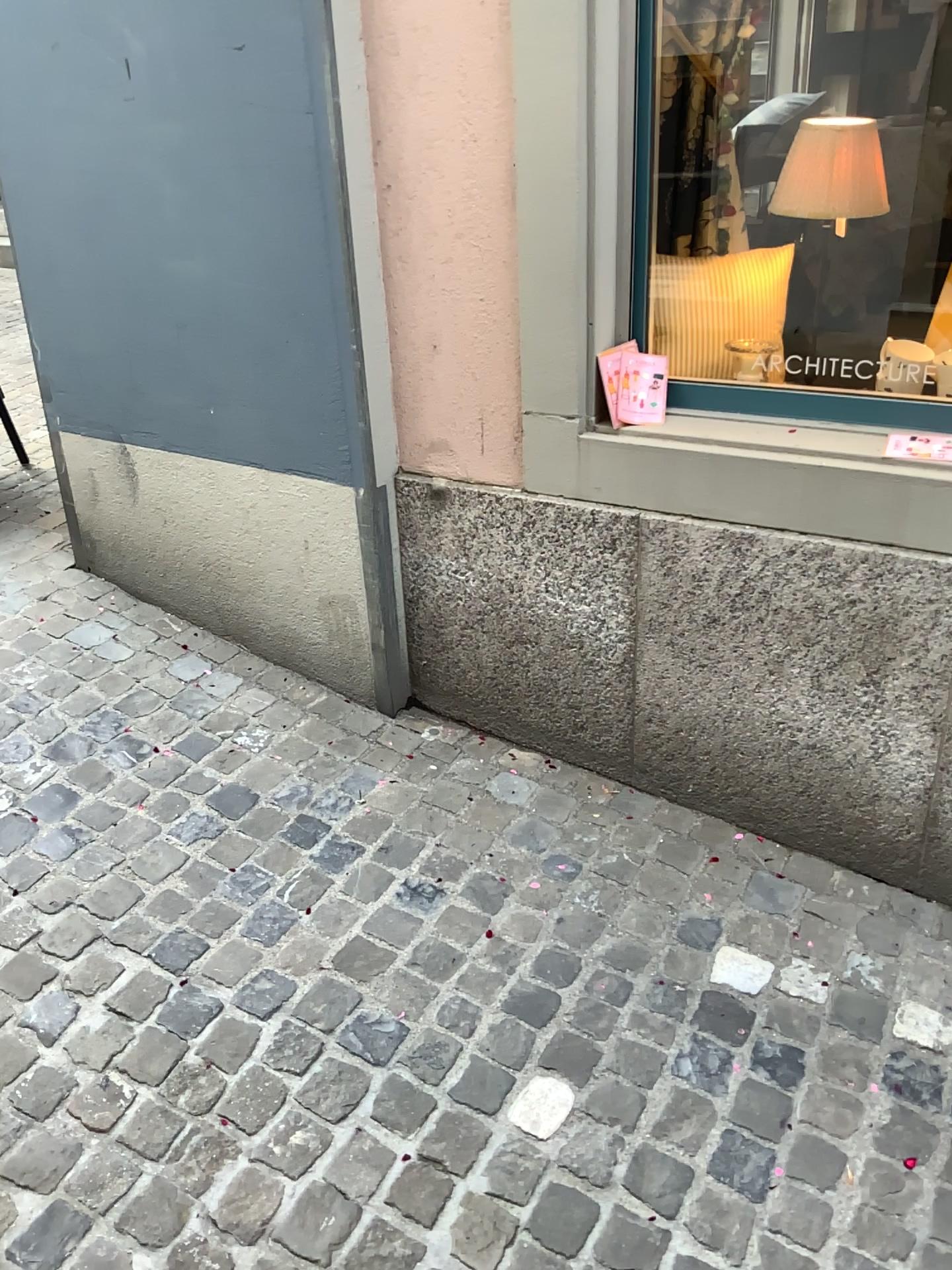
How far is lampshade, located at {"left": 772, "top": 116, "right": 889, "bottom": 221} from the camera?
1.98m

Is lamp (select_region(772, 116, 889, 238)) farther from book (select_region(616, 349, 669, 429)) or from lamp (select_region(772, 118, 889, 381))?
book (select_region(616, 349, 669, 429))

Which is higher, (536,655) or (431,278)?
(431,278)

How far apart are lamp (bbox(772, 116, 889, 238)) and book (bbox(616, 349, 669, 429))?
0.4m

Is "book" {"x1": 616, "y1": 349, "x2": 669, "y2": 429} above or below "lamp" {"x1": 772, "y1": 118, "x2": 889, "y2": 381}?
below

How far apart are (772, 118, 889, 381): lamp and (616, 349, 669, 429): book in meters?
0.4 m

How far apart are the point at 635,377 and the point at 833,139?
0.6 meters

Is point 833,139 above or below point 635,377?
above

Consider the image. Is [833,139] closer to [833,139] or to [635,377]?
[833,139]

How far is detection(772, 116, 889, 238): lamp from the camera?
2.0 meters
